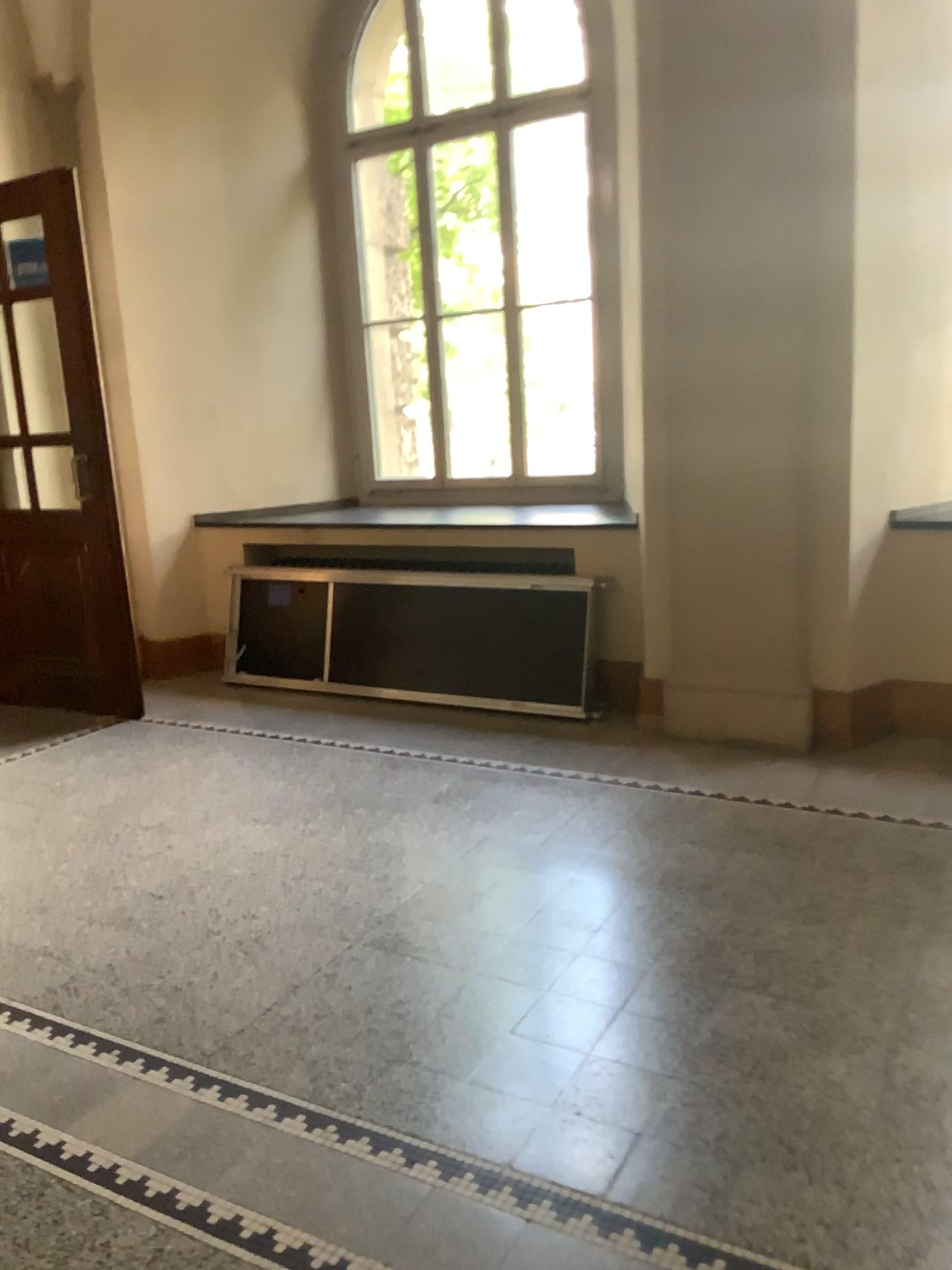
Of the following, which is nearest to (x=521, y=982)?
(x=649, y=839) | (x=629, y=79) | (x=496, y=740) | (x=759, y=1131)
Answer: (x=759, y=1131)
